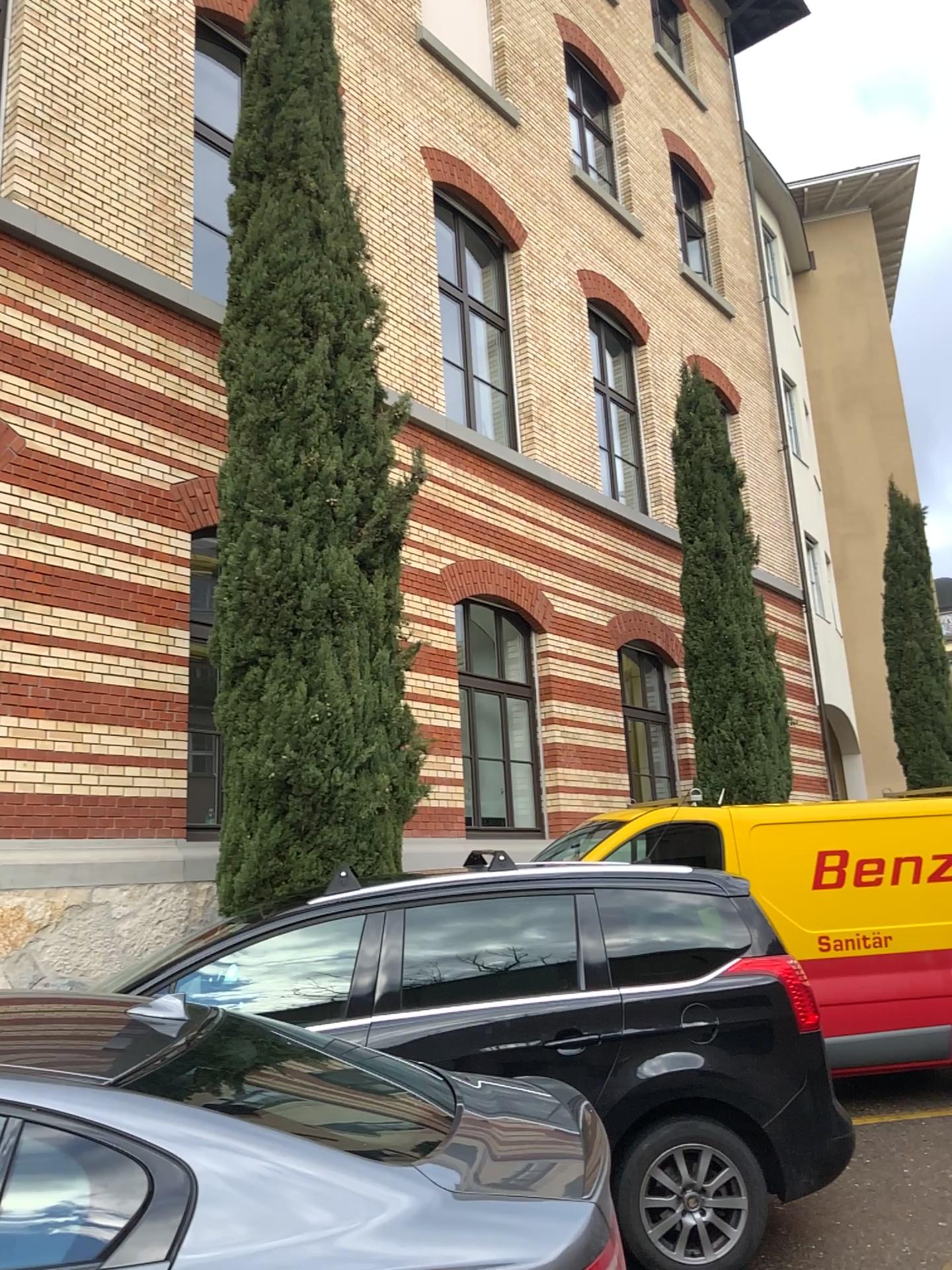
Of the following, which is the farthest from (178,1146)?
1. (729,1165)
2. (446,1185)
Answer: (729,1165)
